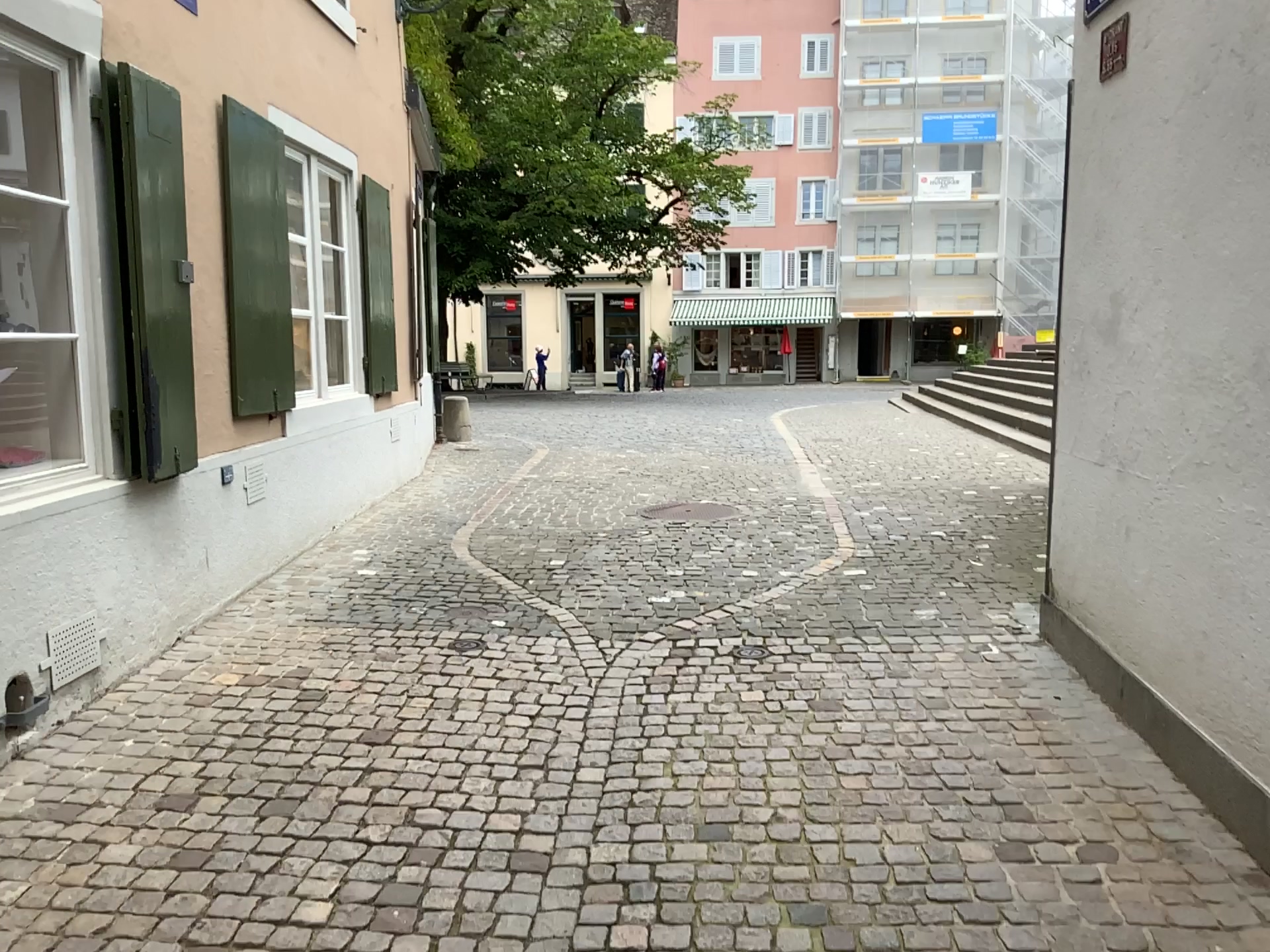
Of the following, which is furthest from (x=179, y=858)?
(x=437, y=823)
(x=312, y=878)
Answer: (x=437, y=823)
